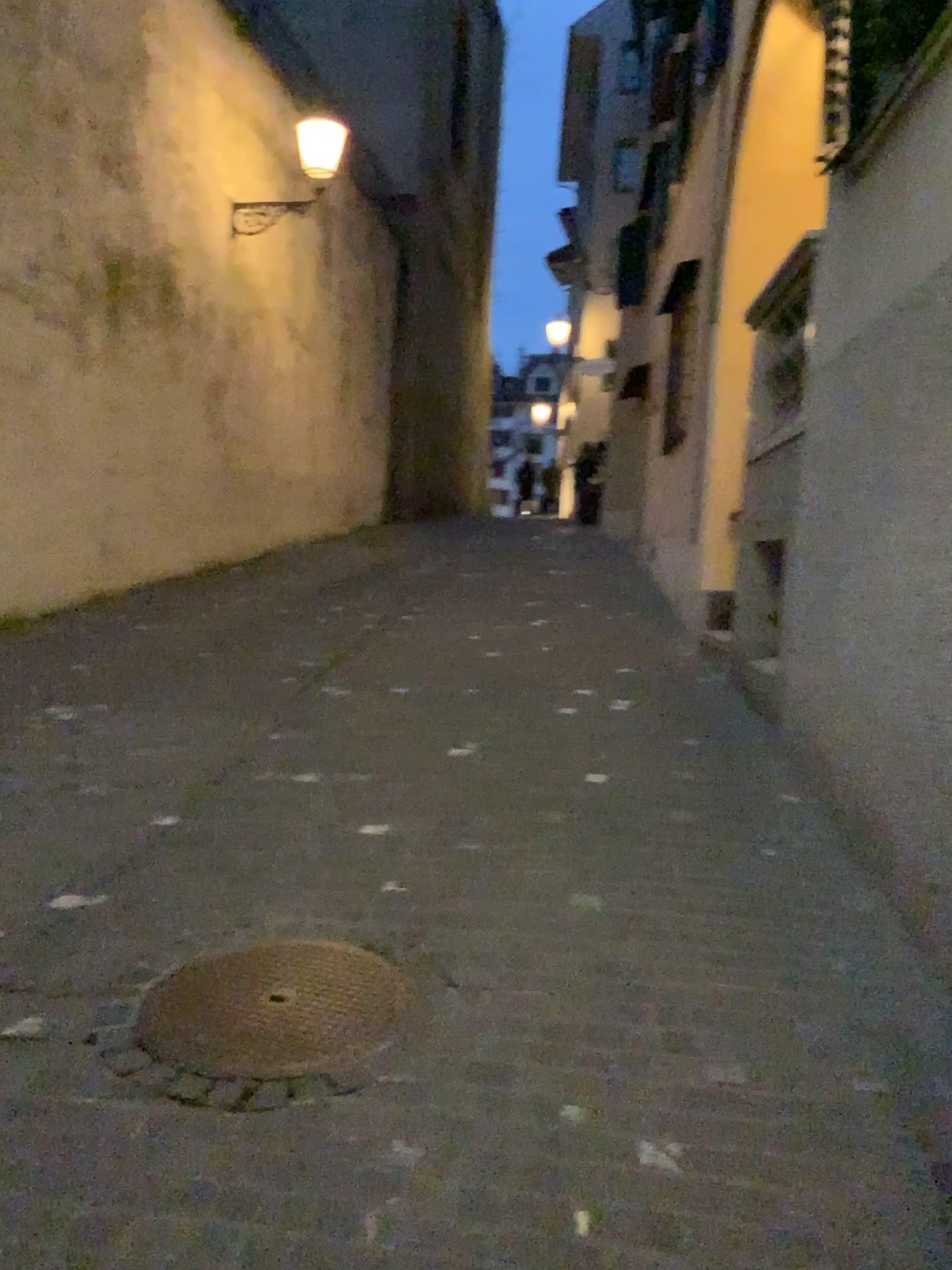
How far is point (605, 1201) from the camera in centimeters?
214cm
